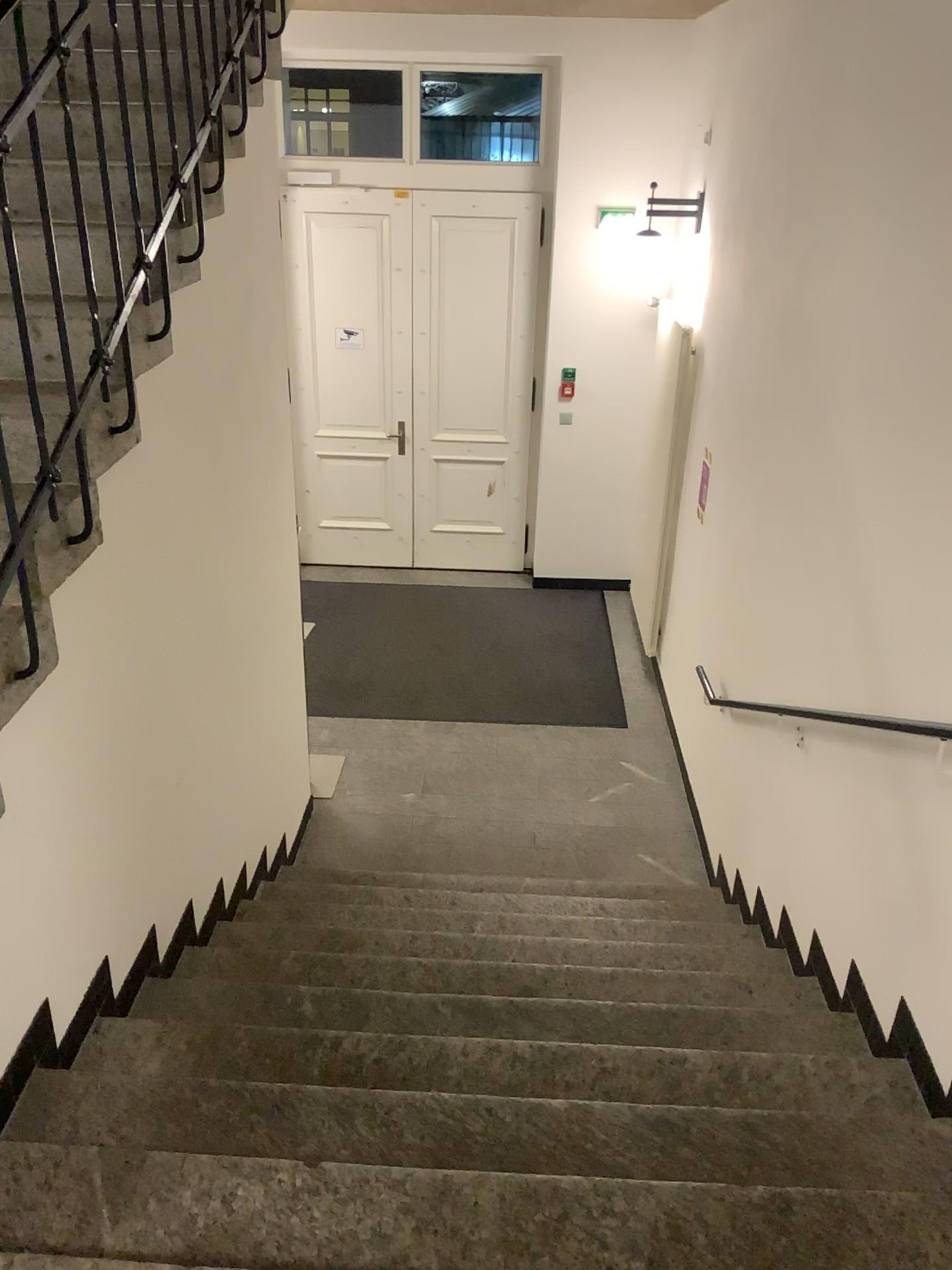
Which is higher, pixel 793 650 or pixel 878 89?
pixel 878 89
